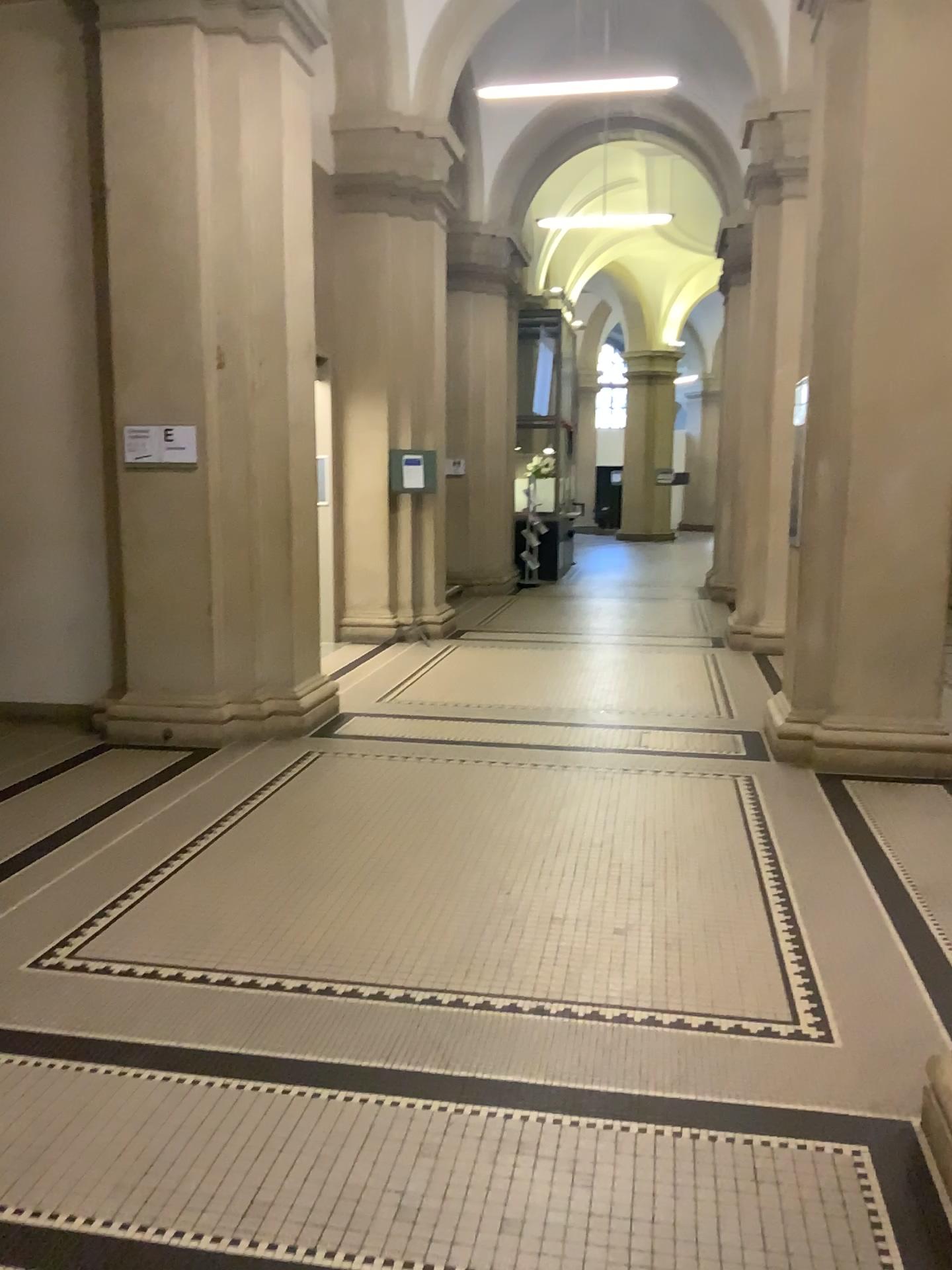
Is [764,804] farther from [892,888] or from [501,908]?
[501,908]
